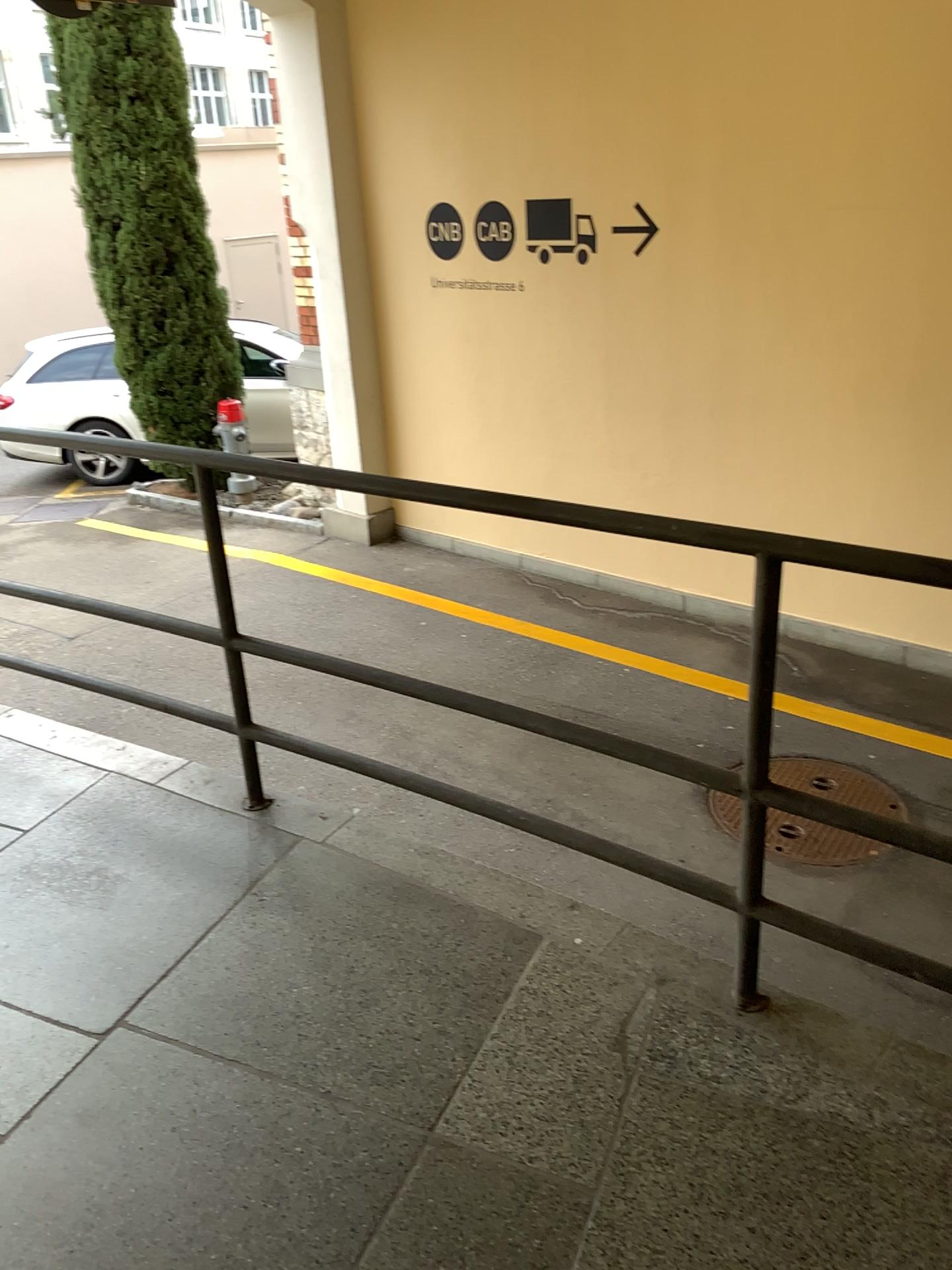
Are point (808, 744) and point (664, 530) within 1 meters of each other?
no
